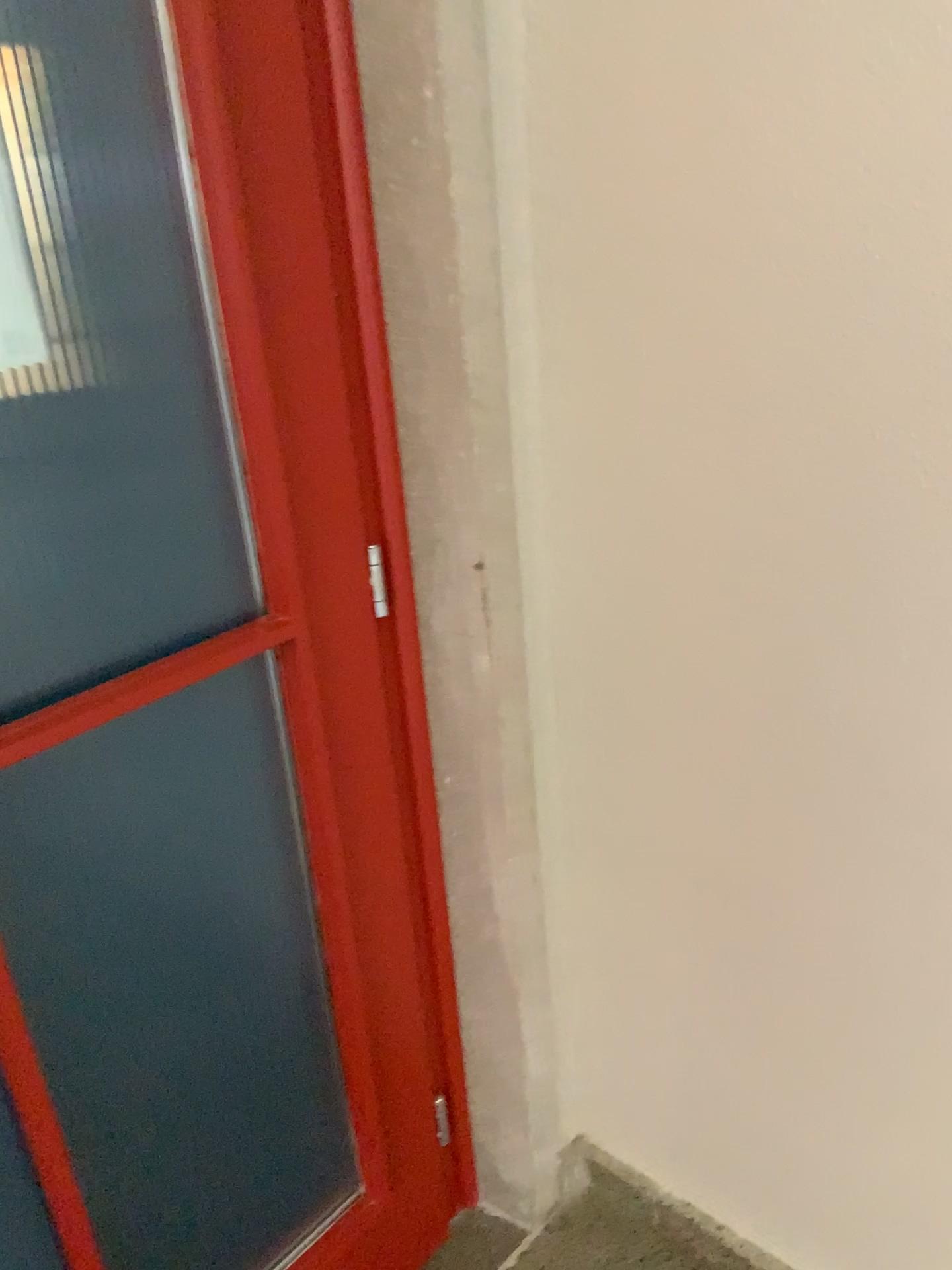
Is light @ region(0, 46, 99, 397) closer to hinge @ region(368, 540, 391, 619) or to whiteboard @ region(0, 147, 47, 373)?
whiteboard @ region(0, 147, 47, 373)

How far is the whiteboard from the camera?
0.90m

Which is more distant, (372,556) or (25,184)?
(372,556)

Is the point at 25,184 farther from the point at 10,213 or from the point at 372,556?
the point at 372,556

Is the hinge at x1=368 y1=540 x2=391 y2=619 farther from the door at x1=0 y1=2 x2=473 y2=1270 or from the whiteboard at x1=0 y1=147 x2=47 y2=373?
the whiteboard at x1=0 y1=147 x2=47 y2=373

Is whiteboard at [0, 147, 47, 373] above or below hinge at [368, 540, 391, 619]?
above

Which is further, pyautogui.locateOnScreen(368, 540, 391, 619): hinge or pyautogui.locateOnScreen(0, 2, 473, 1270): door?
pyautogui.locateOnScreen(368, 540, 391, 619): hinge

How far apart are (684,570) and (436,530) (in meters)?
0.29

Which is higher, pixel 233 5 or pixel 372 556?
pixel 233 5

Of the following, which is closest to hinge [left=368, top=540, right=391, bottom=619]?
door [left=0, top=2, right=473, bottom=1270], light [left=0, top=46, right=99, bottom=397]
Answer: door [left=0, top=2, right=473, bottom=1270]
